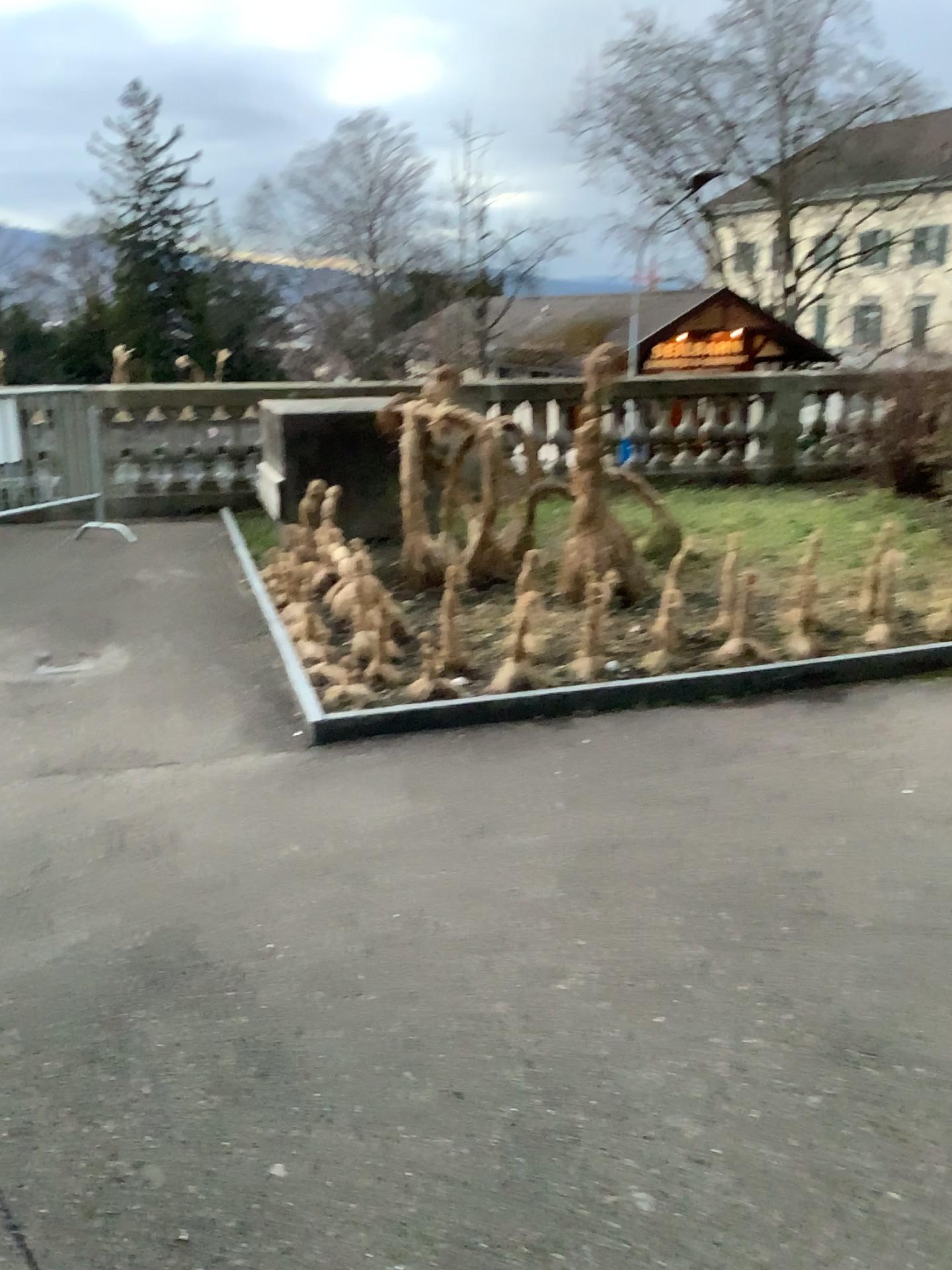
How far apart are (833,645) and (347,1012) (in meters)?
3.18
